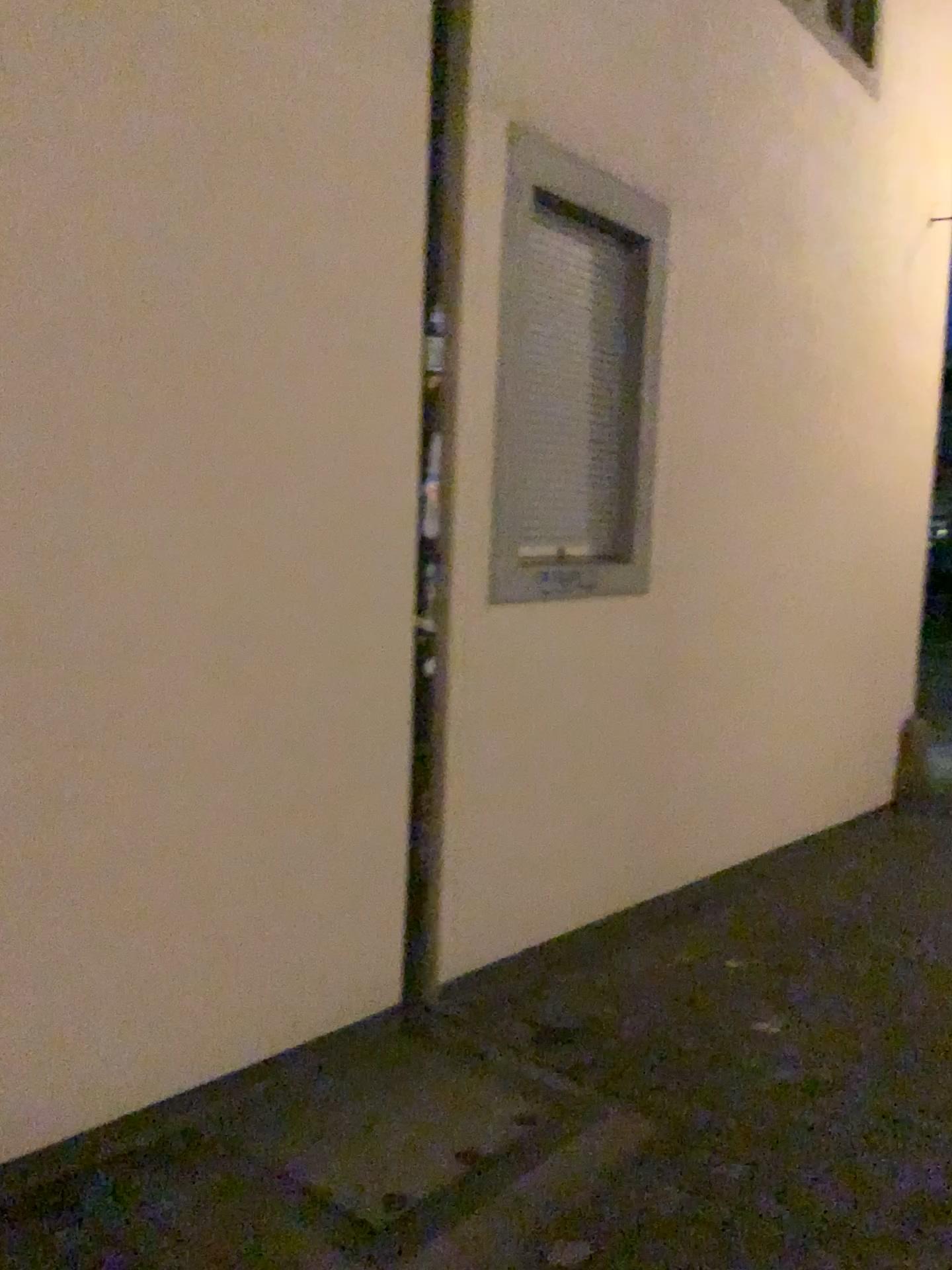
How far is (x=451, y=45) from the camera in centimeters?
322cm

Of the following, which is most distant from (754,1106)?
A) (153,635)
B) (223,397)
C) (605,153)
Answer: (605,153)

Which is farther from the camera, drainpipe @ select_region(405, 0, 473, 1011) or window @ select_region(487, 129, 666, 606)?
window @ select_region(487, 129, 666, 606)

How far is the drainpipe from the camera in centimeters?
322cm

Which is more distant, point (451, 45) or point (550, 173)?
point (550, 173)
